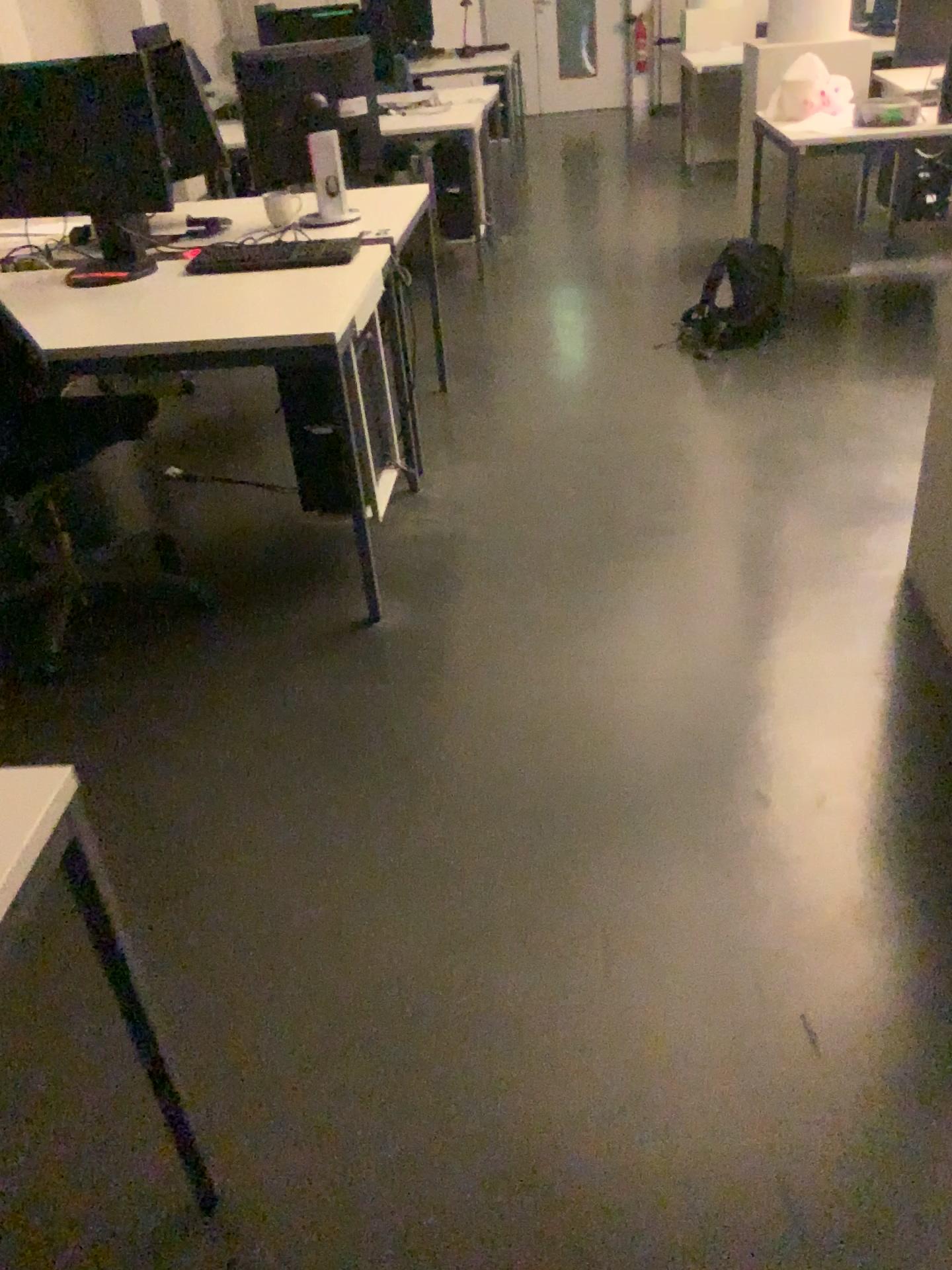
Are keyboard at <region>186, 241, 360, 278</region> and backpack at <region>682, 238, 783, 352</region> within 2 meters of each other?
yes

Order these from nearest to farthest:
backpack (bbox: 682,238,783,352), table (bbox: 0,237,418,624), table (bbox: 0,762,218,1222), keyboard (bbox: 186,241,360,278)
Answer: table (bbox: 0,762,218,1222) → table (bbox: 0,237,418,624) → keyboard (bbox: 186,241,360,278) → backpack (bbox: 682,238,783,352)

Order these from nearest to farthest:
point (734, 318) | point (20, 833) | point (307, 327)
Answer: point (20, 833), point (307, 327), point (734, 318)

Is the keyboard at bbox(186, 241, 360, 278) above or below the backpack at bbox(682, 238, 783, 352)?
above

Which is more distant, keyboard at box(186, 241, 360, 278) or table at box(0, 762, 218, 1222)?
keyboard at box(186, 241, 360, 278)

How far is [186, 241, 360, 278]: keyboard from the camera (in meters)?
2.88

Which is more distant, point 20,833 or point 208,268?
point 208,268

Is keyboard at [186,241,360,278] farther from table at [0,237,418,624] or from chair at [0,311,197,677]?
chair at [0,311,197,677]

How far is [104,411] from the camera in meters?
2.6

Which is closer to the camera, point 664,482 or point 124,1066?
point 124,1066
